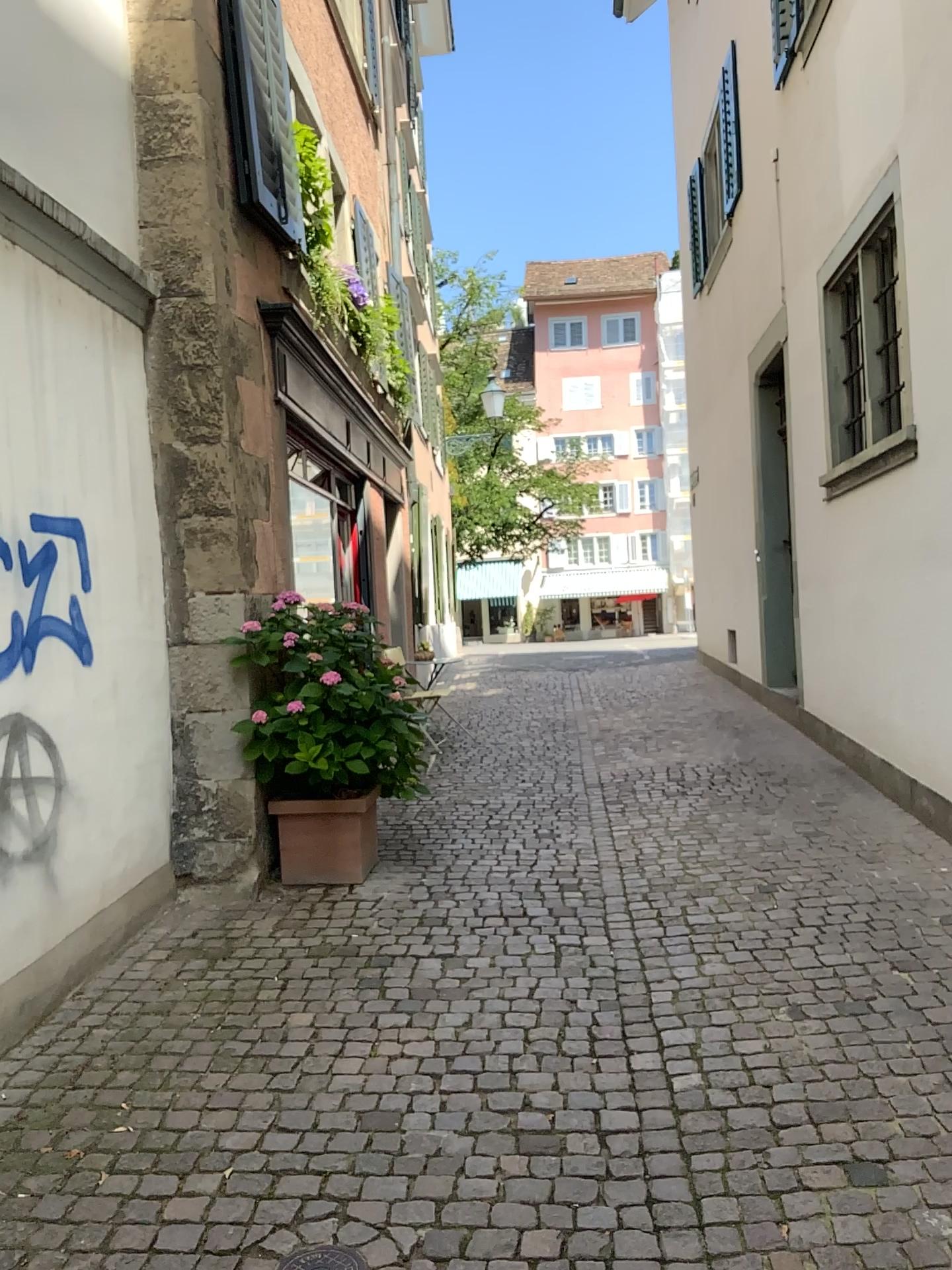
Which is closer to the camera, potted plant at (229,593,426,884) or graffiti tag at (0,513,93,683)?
graffiti tag at (0,513,93,683)

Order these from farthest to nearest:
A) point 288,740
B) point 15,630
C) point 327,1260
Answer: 1. point 288,740
2. point 15,630
3. point 327,1260

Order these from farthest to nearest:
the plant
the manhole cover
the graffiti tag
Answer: the plant, the graffiti tag, the manhole cover

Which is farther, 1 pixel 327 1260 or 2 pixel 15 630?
2 pixel 15 630

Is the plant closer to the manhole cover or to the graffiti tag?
the graffiti tag

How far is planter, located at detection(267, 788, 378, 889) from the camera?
4.7 meters

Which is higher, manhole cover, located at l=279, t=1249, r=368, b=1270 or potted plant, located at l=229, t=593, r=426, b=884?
potted plant, located at l=229, t=593, r=426, b=884

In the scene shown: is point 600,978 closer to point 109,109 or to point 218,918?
point 218,918

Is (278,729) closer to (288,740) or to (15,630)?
(288,740)

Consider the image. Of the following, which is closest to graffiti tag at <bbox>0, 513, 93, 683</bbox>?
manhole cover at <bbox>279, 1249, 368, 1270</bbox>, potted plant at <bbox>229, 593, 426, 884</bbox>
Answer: potted plant at <bbox>229, 593, 426, 884</bbox>
